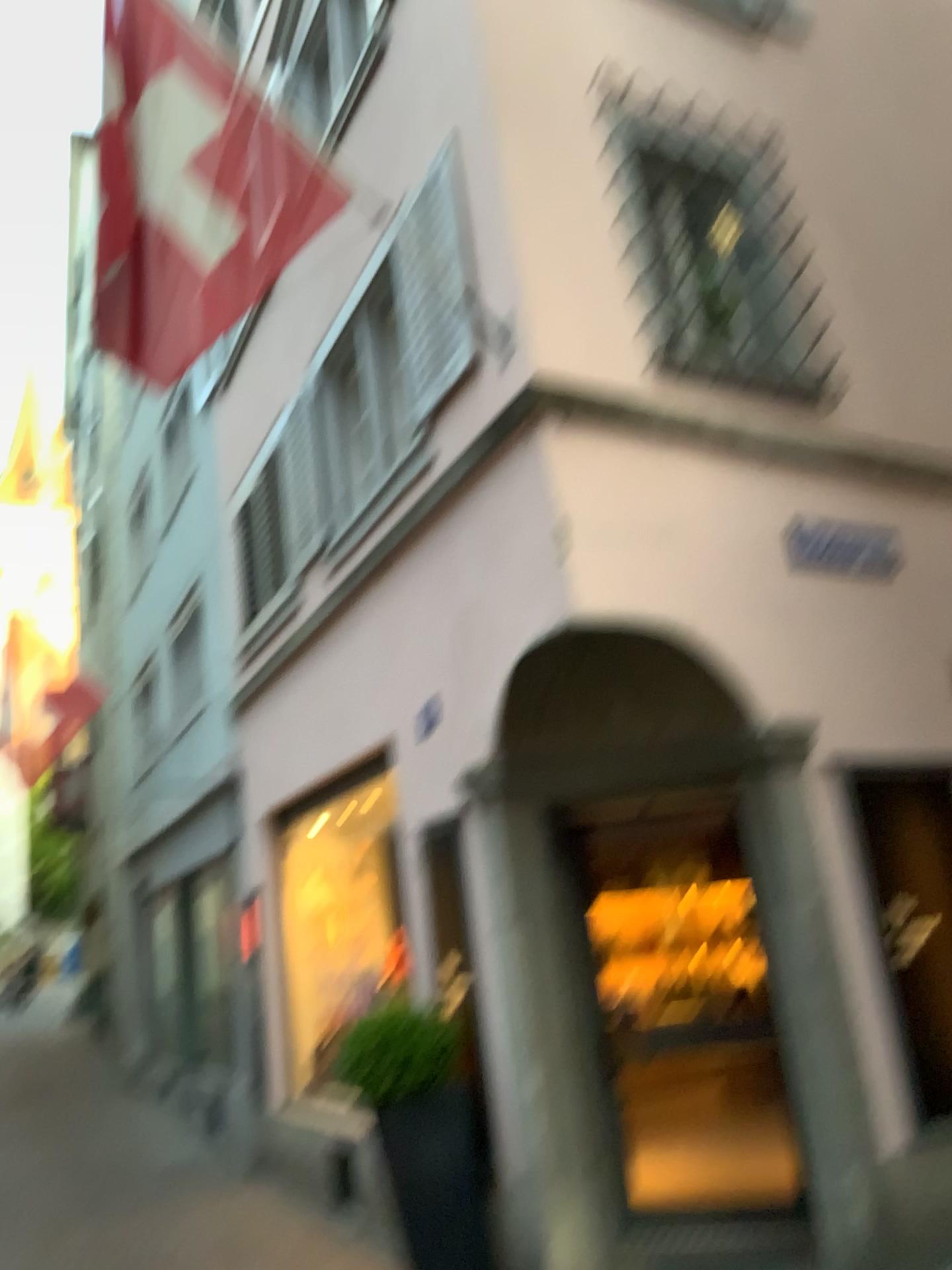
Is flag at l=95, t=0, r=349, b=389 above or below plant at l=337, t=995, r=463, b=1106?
above

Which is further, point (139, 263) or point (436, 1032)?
point (436, 1032)

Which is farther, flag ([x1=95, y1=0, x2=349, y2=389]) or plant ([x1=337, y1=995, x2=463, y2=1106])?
plant ([x1=337, y1=995, x2=463, y2=1106])

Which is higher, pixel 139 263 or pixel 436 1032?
pixel 139 263

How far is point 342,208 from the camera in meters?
4.7 m
